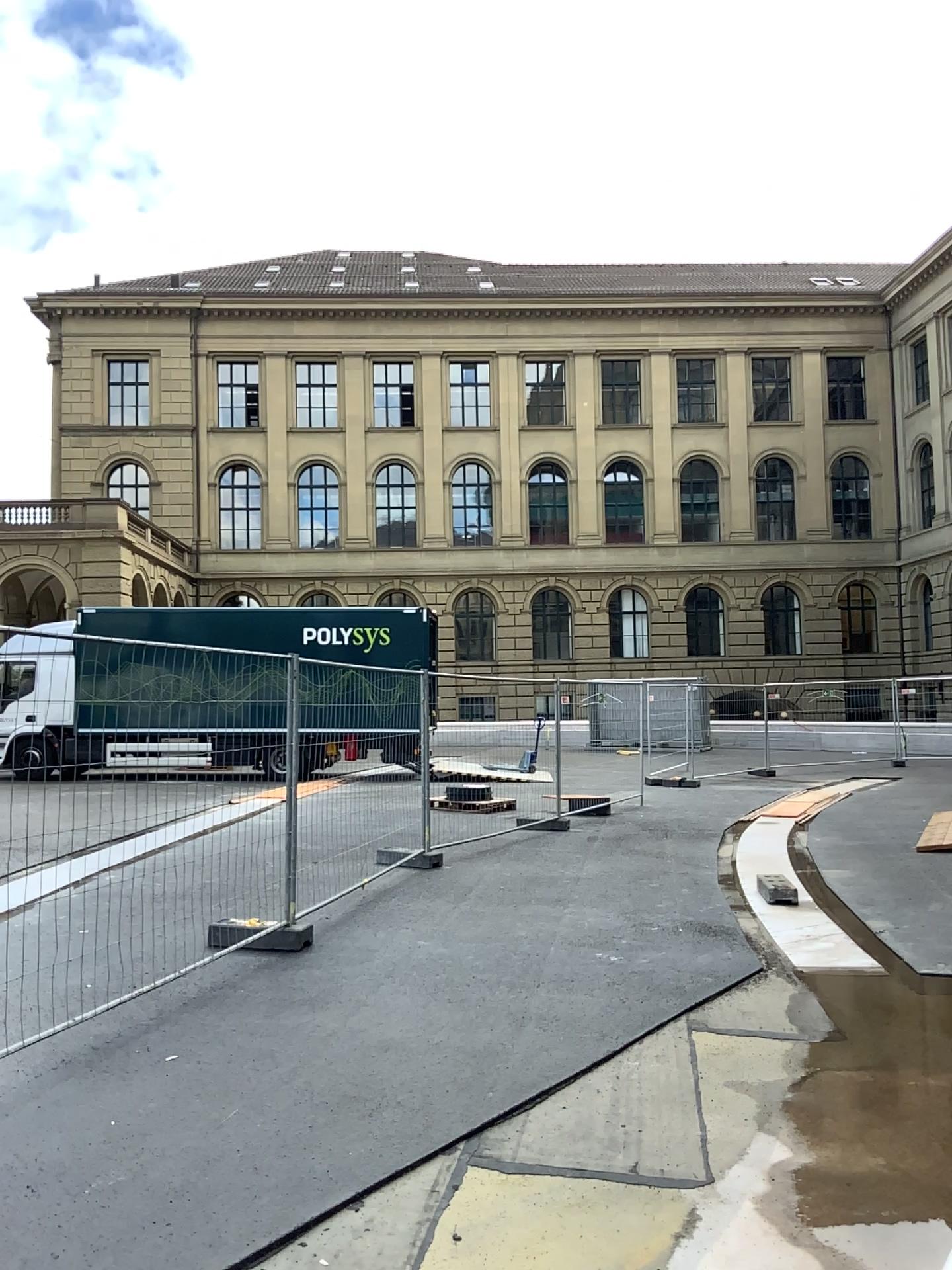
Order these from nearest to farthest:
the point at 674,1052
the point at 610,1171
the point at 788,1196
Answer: the point at 788,1196, the point at 610,1171, the point at 674,1052
